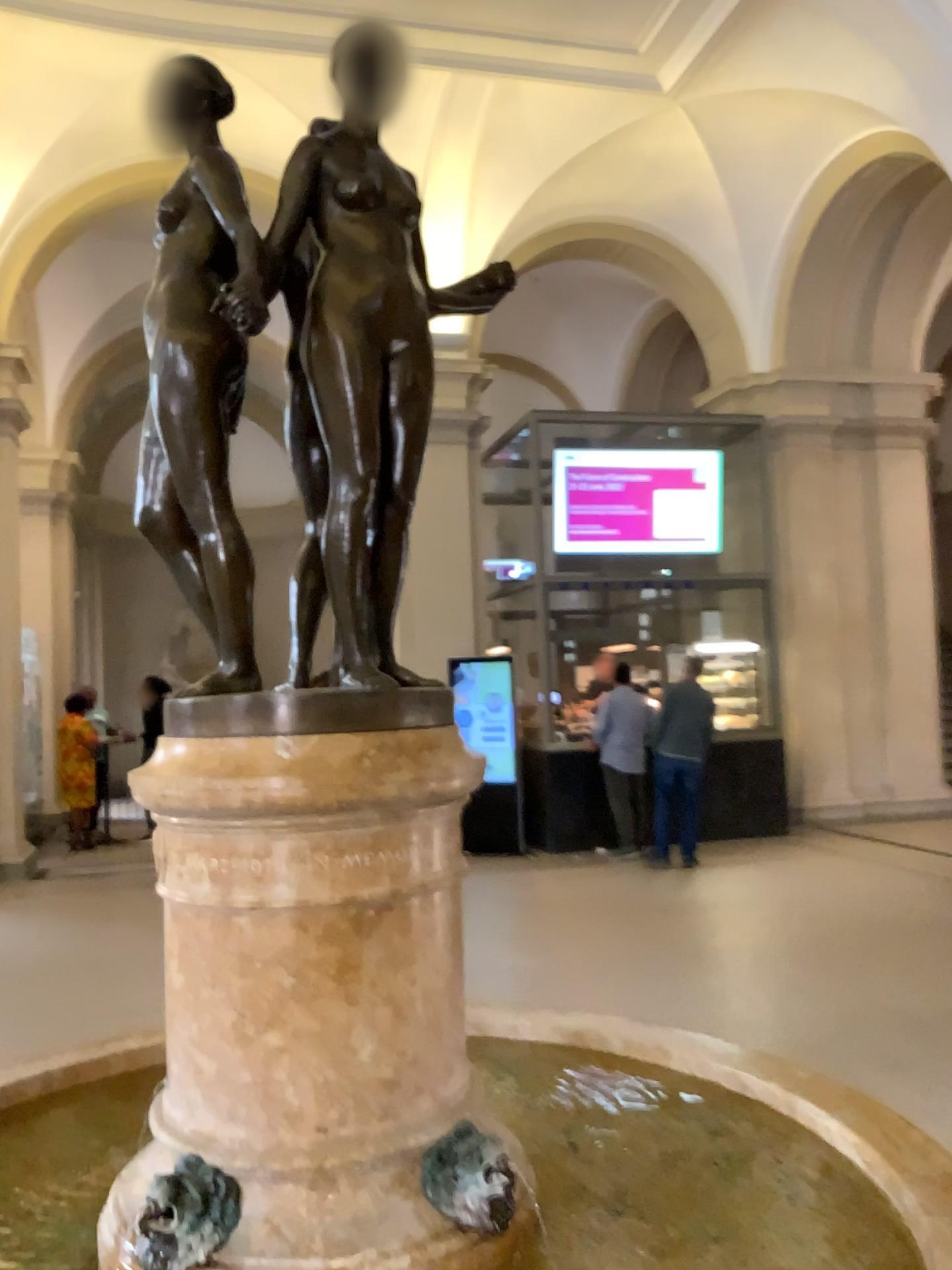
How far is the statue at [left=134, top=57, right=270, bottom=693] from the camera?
1.5m

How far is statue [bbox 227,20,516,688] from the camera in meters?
1.5 m

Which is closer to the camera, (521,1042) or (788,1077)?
(788,1077)

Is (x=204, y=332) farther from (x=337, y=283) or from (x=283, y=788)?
(x=283, y=788)

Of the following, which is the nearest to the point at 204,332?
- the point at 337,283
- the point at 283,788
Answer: the point at 337,283

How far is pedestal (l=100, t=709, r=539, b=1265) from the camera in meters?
1.4

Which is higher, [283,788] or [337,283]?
[337,283]
